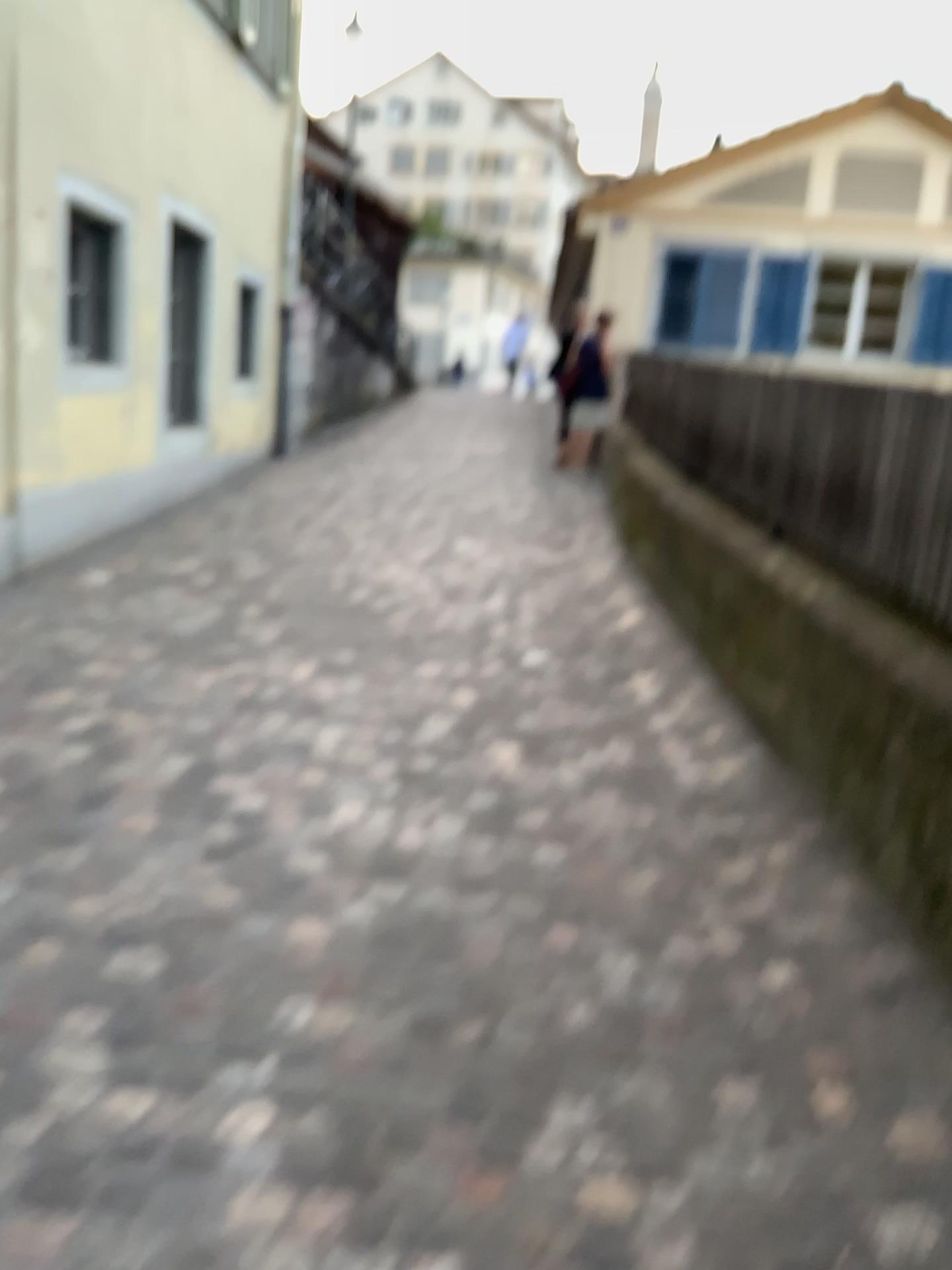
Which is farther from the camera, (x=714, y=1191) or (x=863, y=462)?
(x=863, y=462)
